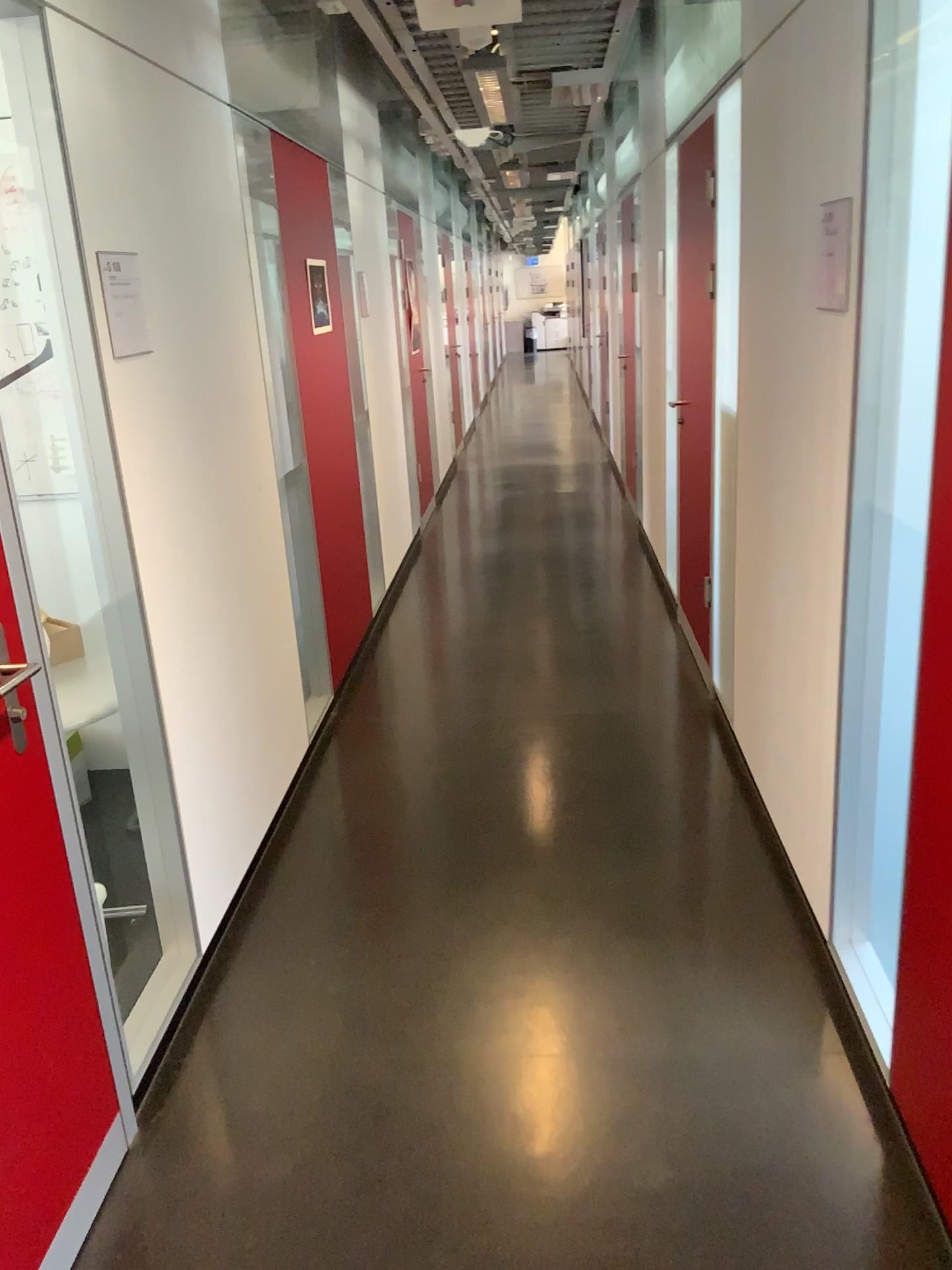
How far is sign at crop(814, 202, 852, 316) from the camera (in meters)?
2.08

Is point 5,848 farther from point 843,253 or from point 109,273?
point 843,253

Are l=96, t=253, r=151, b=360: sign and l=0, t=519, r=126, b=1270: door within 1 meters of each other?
yes

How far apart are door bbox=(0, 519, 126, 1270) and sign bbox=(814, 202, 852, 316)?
1.7m

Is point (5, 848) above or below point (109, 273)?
below

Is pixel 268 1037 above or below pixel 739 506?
Answer: below

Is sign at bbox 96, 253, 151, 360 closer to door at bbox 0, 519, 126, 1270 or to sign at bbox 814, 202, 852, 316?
door at bbox 0, 519, 126, 1270

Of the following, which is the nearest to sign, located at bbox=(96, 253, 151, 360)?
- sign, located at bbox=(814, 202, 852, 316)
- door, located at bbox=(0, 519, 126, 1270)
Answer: door, located at bbox=(0, 519, 126, 1270)

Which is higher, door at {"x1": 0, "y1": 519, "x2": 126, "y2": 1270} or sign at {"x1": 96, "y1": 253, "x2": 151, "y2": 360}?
sign at {"x1": 96, "y1": 253, "x2": 151, "y2": 360}

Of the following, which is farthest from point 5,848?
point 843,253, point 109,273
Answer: point 843,253
